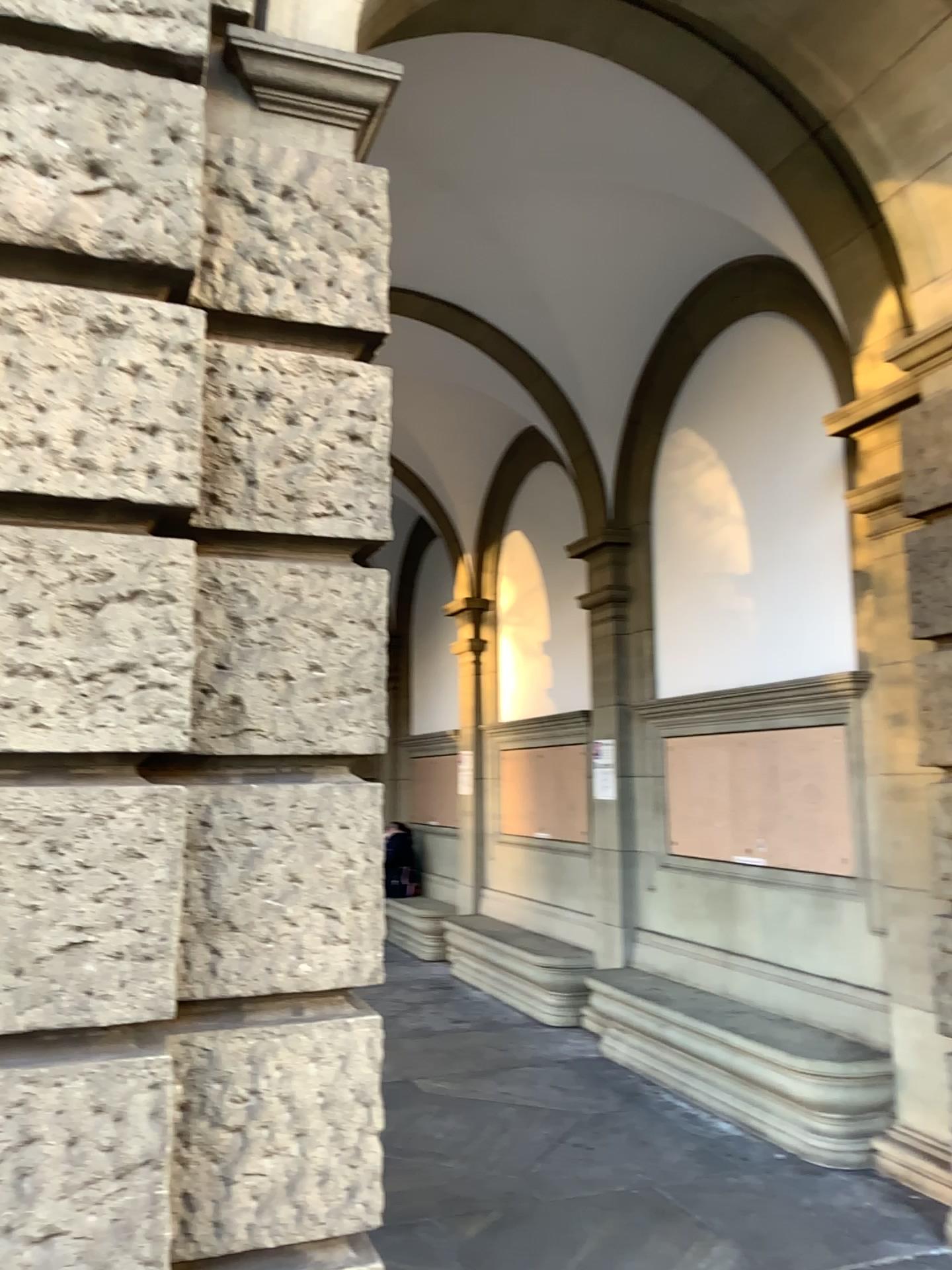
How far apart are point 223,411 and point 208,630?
0.5m

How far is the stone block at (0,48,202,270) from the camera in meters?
2.1

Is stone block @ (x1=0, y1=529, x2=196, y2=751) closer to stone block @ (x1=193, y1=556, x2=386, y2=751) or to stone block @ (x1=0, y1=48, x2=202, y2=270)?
stone block @ (x1=193, y1=556, x2=386, y2=751)

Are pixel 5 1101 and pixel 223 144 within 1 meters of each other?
no

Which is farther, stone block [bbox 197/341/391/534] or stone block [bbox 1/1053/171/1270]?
stone block [bbox 197/341/391/534]

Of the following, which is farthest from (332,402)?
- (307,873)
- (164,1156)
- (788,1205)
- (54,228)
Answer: (788,1205)

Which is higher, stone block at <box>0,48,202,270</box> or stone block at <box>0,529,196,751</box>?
stone block at <box>0,48,202,270</box>

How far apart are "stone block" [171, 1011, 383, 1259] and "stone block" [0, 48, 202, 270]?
1.6m

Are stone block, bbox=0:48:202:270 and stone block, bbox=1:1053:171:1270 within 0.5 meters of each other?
no

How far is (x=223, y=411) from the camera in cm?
236
